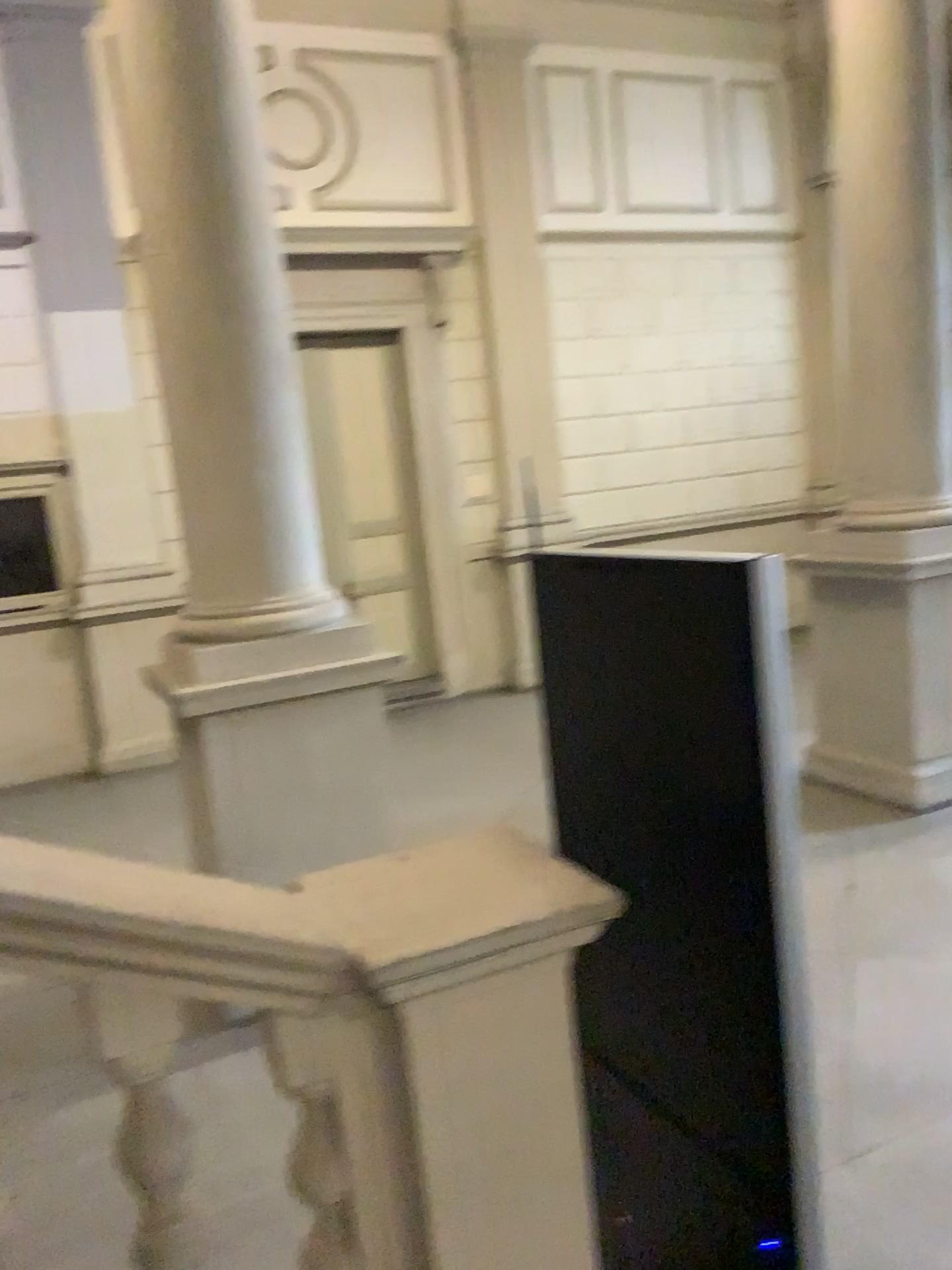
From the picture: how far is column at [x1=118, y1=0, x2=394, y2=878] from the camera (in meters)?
3.86

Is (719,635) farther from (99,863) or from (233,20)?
(233,20)

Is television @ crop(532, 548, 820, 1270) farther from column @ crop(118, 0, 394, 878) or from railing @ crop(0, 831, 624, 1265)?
→ column @ crop(118, 0, 394, 878)

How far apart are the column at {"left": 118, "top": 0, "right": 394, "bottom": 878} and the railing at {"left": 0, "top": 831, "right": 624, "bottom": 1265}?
2.1m

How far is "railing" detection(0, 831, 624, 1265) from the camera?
1.6m

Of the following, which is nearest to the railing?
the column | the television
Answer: the television

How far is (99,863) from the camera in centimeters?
157cm

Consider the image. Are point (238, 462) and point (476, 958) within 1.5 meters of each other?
no

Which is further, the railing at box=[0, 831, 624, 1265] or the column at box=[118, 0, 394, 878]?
the column at box=[118, 0, 394, 878]

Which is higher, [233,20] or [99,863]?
[233,20]
